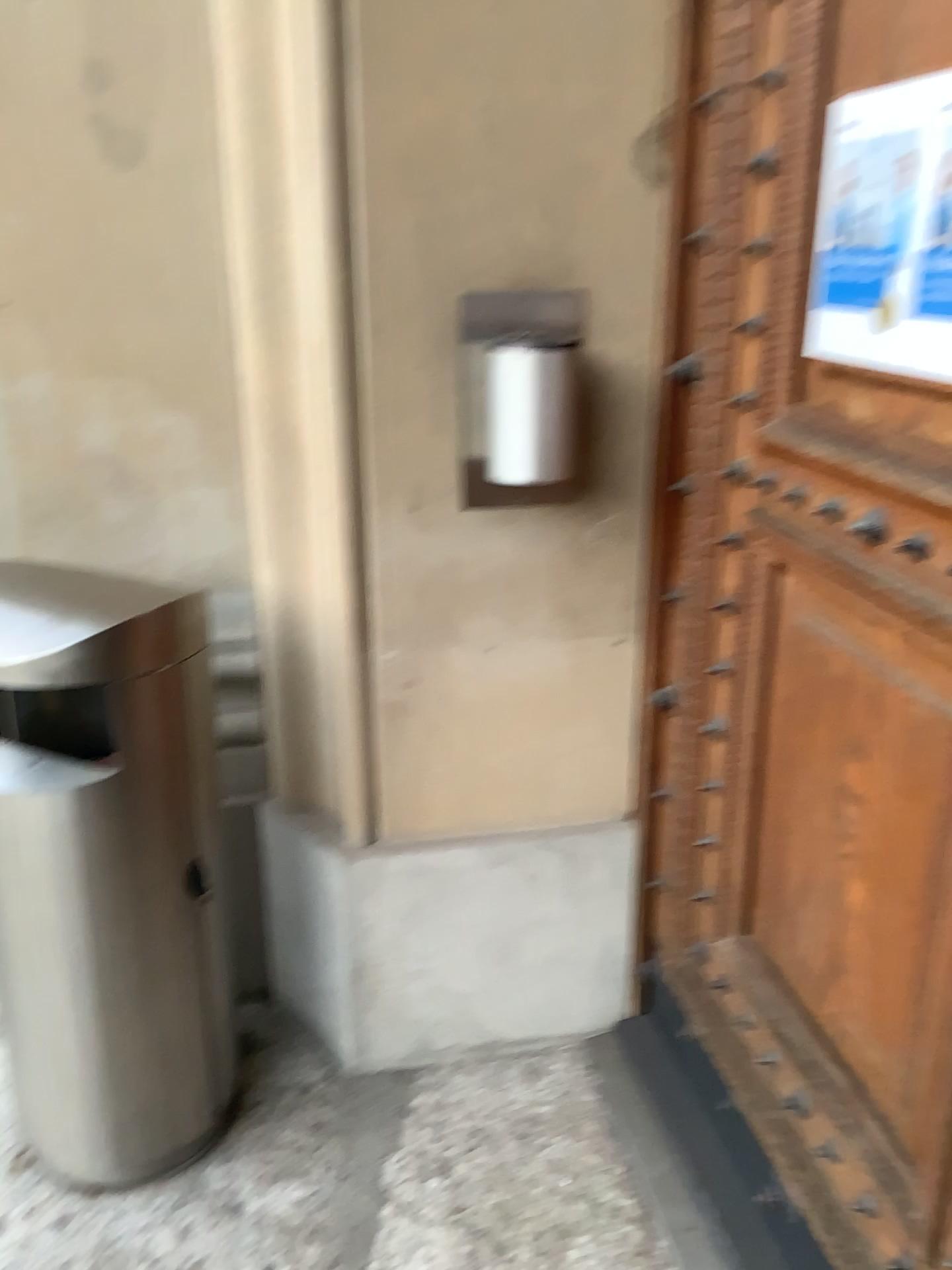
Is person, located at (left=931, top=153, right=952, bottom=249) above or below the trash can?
above

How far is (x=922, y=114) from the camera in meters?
1.1

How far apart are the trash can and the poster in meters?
1.0

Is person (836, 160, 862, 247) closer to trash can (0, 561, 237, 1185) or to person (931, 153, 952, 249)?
Answer: person (931, 153, 952, 249)

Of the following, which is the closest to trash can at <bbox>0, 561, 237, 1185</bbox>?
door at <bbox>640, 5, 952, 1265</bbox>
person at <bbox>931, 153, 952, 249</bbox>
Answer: door at <bbox>640, 5, 952, 1265</bbox>

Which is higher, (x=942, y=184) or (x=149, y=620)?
(x=942, y=184)

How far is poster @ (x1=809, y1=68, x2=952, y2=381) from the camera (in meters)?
1.10

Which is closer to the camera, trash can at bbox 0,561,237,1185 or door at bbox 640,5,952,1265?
door at bbox 640,5,952,1265

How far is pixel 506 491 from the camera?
1.8m

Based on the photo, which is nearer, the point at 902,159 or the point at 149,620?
the point at 902,159
